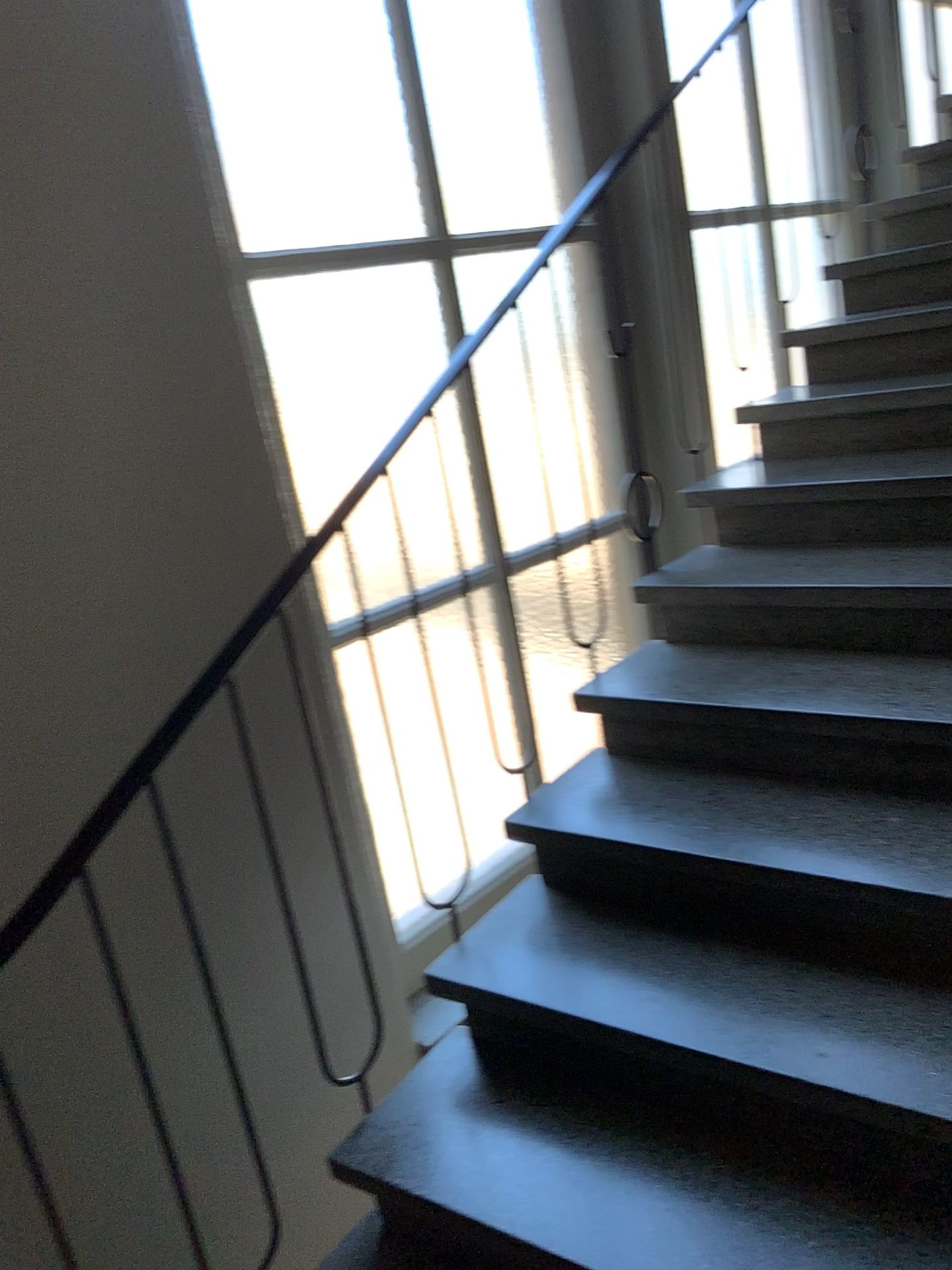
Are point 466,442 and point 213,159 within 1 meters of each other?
yes

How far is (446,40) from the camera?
2.6m

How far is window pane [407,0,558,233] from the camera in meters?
2.6 m
